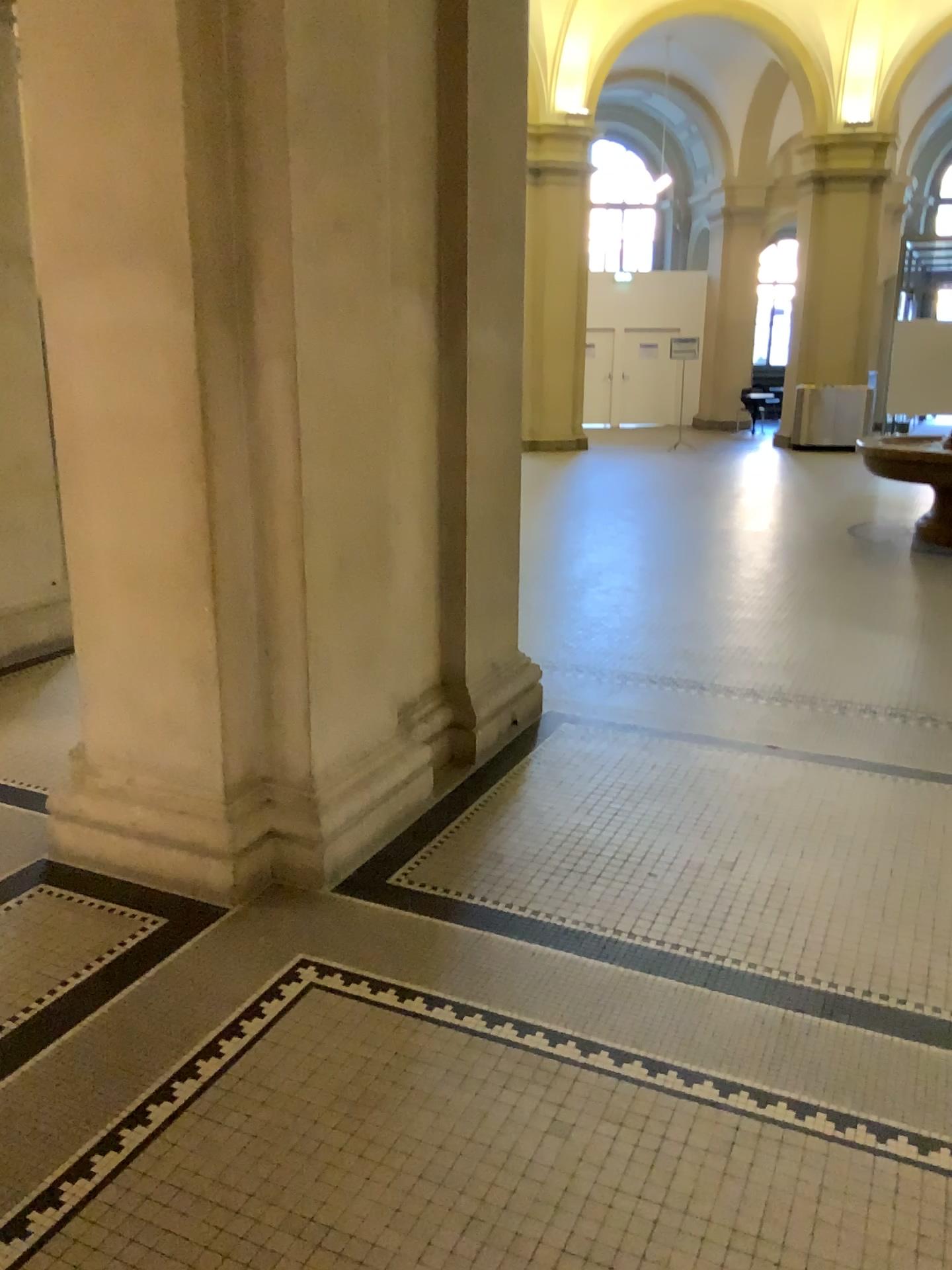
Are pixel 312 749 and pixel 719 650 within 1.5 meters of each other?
no
